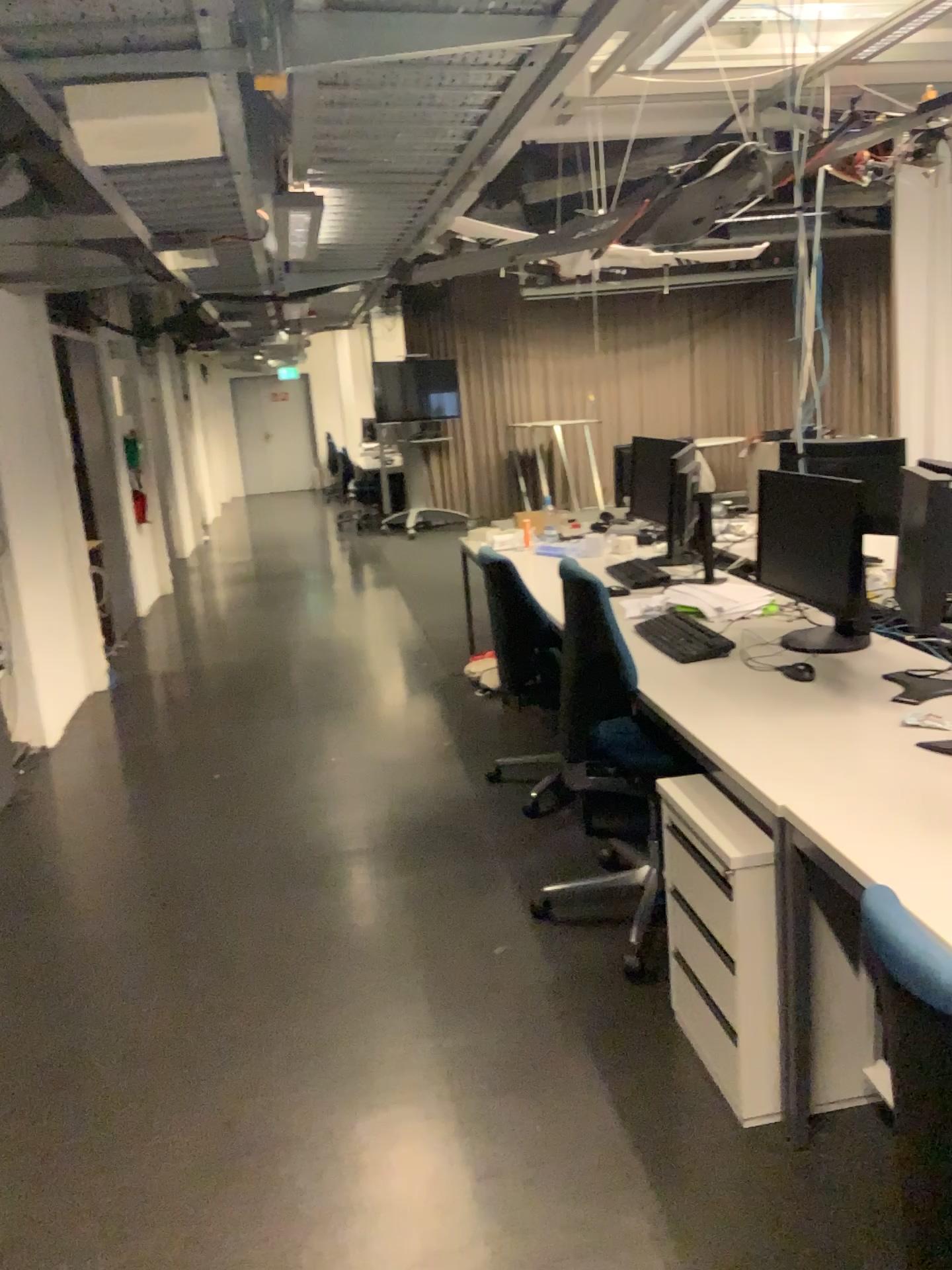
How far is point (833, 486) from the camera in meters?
2.9

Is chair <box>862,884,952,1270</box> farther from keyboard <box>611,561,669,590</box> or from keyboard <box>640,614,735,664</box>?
keyboard <box>611,561,669,590</box>

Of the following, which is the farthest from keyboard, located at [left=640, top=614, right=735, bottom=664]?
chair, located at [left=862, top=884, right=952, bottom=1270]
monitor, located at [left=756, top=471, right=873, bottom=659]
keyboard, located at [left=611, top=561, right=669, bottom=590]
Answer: chair, located at [left=862, top=884, right=952, bottom=1270]

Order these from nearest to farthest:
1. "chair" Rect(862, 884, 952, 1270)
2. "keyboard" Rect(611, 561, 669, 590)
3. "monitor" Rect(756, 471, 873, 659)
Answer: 1. "chair" Rect(862, 884, 952, 1270)
2. "monitor" Rect(756, 471, 873, 659)
3. "keyboard" Rect(611, 561, 669, 590)

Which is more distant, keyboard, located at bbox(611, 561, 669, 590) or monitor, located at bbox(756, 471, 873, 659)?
keyboard, located at bbox(611, 561, 669, 590)

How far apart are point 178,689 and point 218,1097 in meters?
3.7

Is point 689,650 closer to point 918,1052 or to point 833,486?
point 833,486

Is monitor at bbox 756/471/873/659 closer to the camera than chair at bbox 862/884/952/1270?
No

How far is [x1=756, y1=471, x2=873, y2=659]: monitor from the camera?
2.85m

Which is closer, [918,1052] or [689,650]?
[918,1052]
